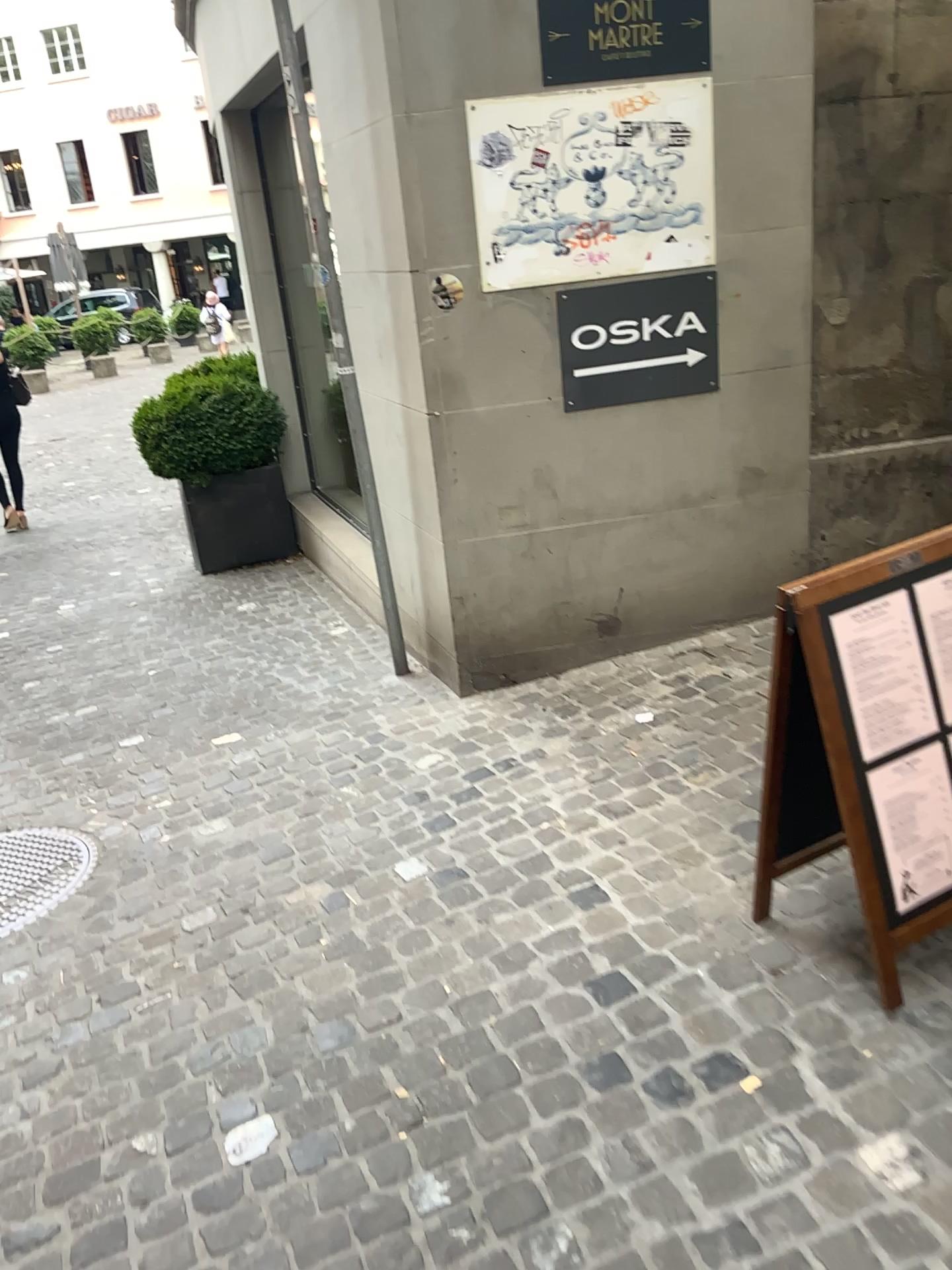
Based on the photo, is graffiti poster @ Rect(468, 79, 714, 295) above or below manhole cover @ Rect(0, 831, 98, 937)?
above

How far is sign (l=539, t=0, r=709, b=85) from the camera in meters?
3.3 m

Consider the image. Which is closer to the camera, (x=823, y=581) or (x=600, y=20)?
(x=823, y=581)

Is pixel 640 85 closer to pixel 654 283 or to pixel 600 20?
pixel 600 20

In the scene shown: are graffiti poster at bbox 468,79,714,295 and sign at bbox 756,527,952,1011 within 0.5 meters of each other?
no

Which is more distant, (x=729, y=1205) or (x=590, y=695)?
(x=590, y=695)

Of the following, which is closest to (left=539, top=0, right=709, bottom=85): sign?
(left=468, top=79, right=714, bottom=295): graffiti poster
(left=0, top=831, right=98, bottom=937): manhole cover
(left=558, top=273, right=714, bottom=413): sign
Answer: (left=468, top=79, right=714, bottom=295): graffiti poster

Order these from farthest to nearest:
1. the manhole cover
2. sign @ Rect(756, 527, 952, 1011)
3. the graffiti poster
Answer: the graffiti poster < the manhole cover < sign @ Rect(756, 527, 952, 1011)

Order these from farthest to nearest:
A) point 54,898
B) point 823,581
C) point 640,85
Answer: point 640,85, point 54,898, point 823,581

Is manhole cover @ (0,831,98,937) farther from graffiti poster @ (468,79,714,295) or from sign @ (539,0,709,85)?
sign @ (539,0,709,85)
